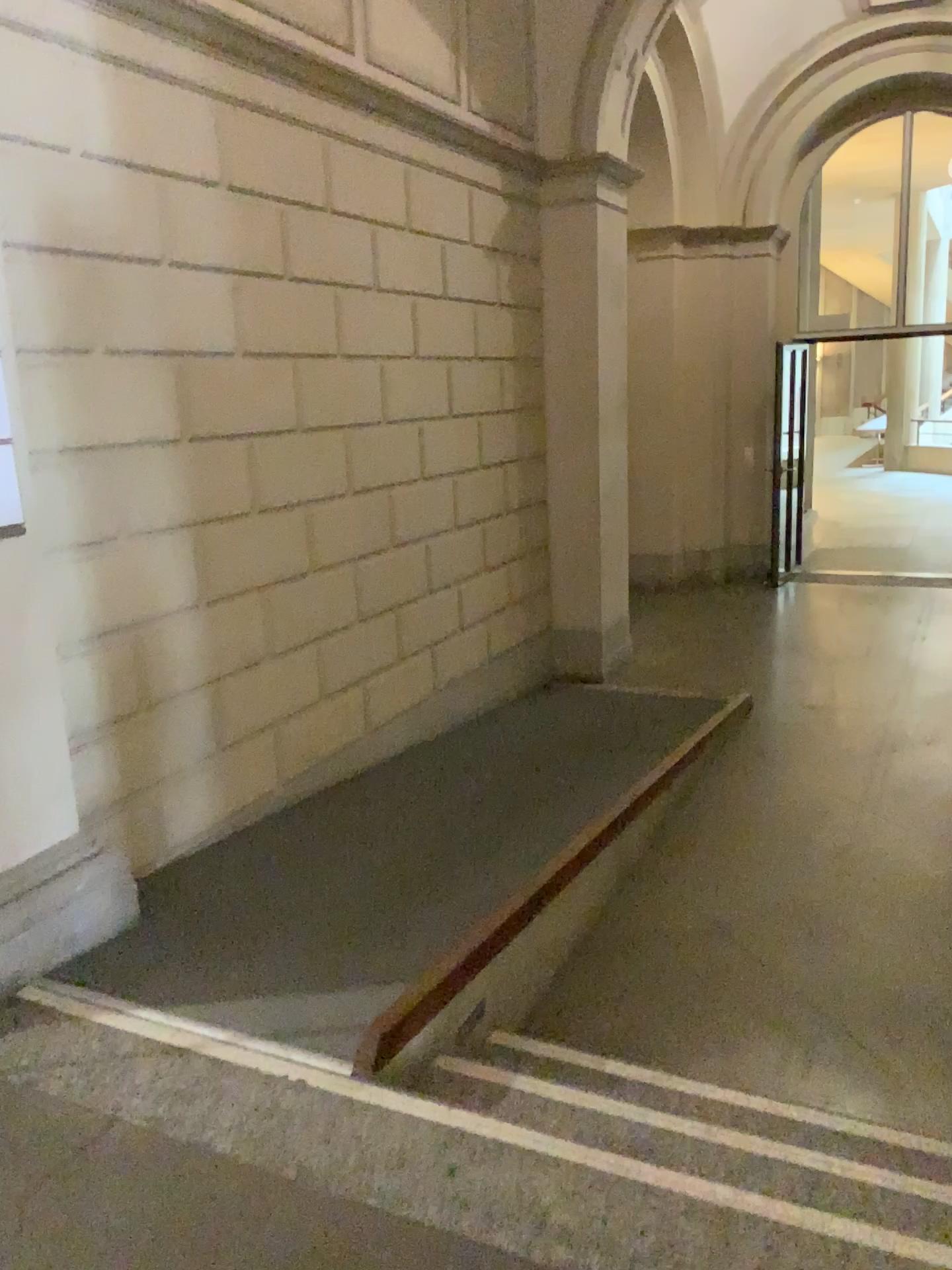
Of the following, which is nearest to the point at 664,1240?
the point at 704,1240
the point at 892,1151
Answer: the point at 704,1240

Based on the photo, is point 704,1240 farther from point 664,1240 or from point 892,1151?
point 892,1151

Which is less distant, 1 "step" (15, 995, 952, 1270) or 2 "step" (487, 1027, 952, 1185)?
1 "step" (15, 995, 952, 1270)

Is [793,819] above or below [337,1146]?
below

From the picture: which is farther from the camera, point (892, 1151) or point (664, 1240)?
point (892, 1151)
